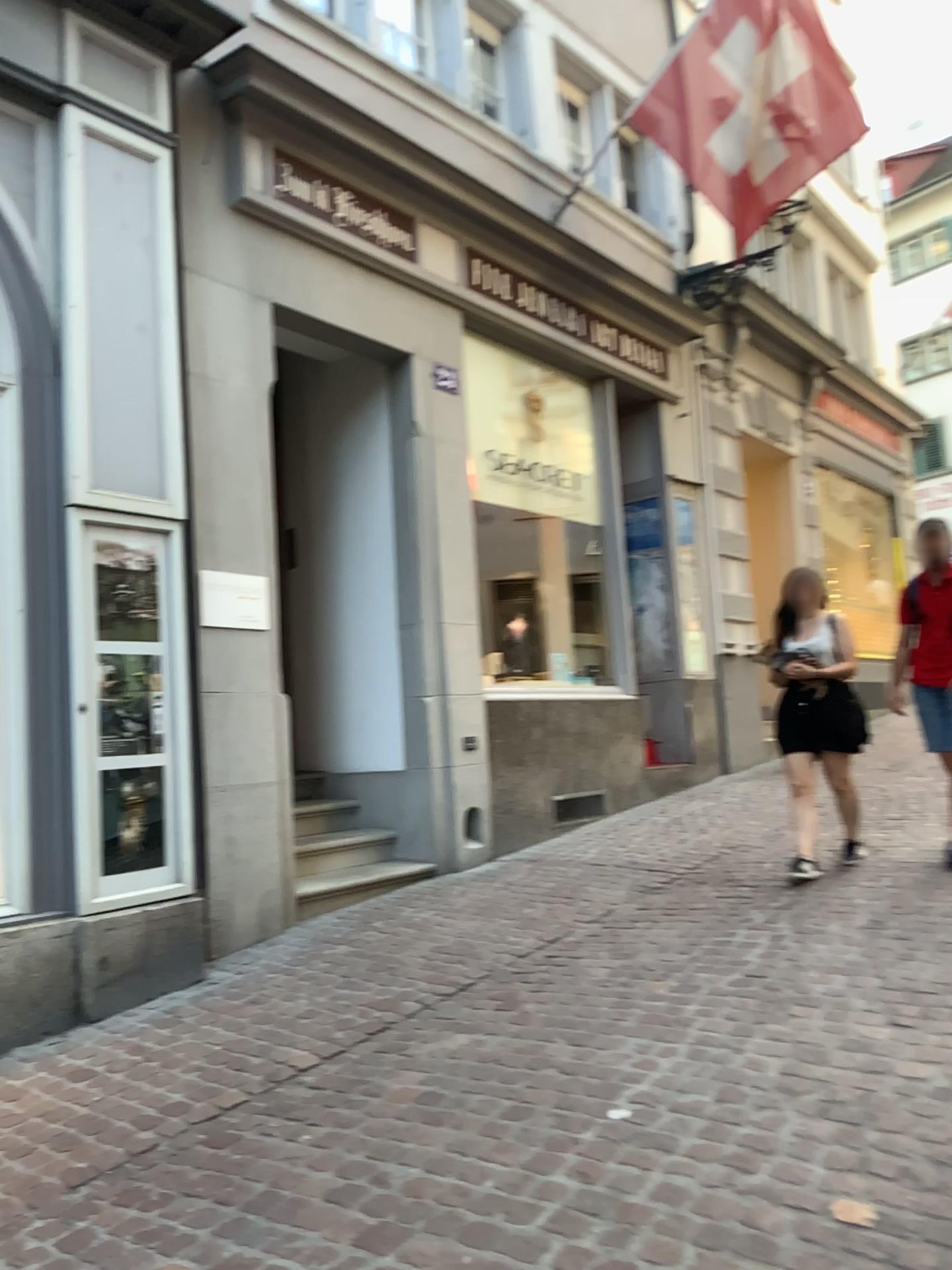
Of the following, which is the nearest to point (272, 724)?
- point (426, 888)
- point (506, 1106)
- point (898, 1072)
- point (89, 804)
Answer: point (89, 804)

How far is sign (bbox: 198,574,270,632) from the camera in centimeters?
486cm

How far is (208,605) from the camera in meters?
4.9
